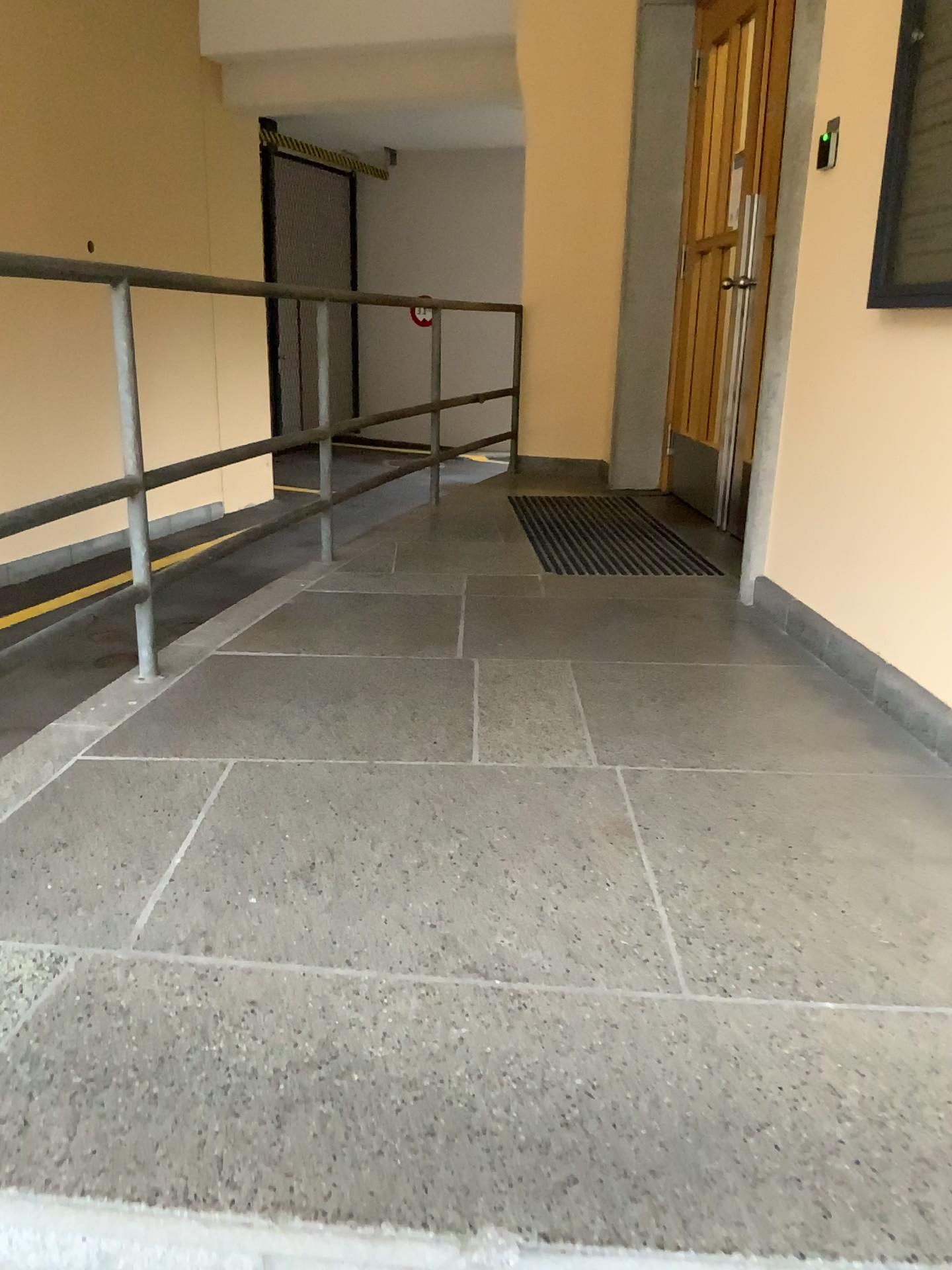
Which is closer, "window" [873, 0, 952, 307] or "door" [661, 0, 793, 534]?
"window" [873, 0, 952, 307]

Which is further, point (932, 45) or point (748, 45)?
point (748, 45)

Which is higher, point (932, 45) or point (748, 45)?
point (748, 45)

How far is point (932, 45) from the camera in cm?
226

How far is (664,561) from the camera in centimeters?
388cm

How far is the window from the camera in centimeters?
226cm
